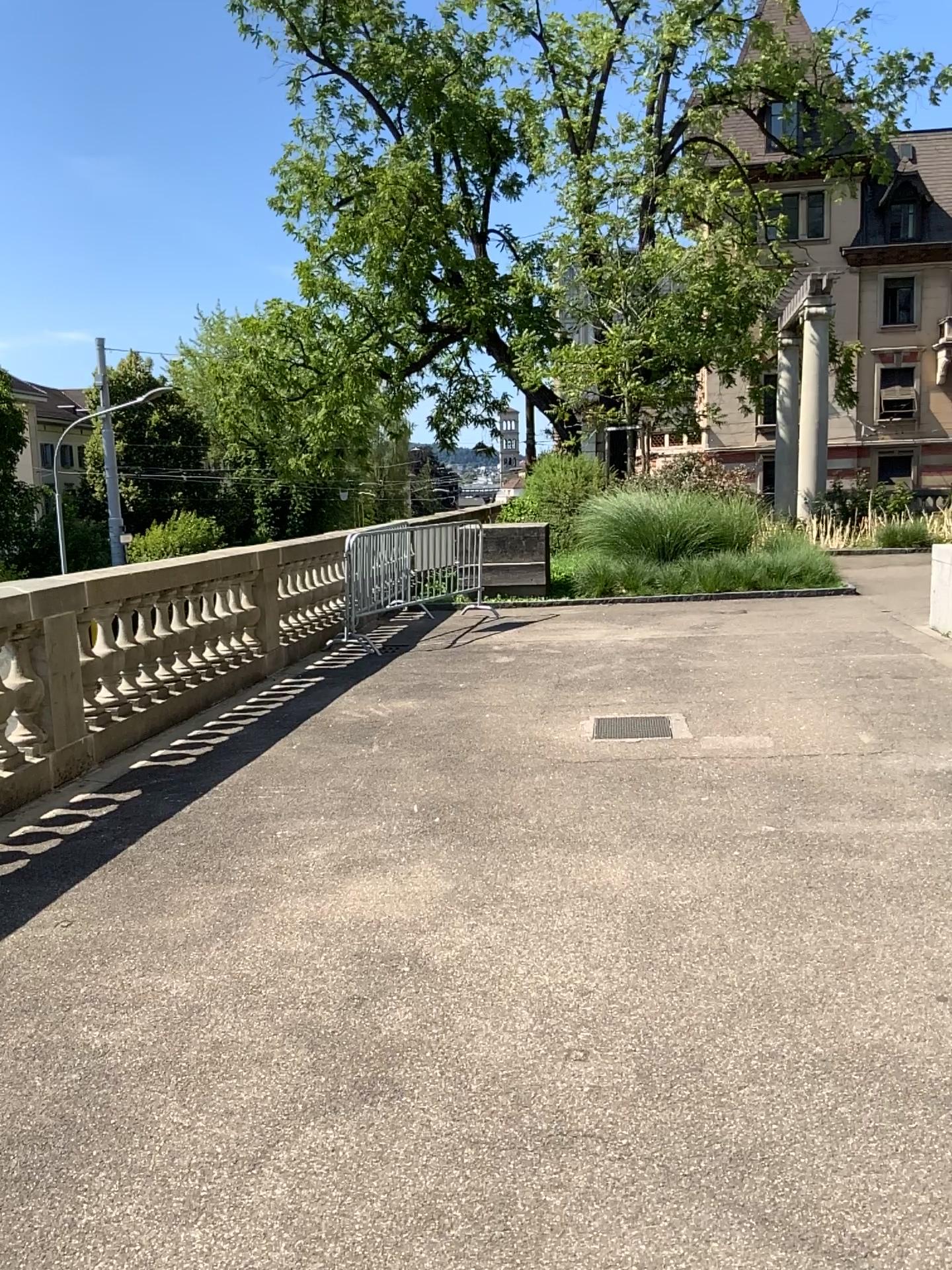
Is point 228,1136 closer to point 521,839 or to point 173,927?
point 173,927
